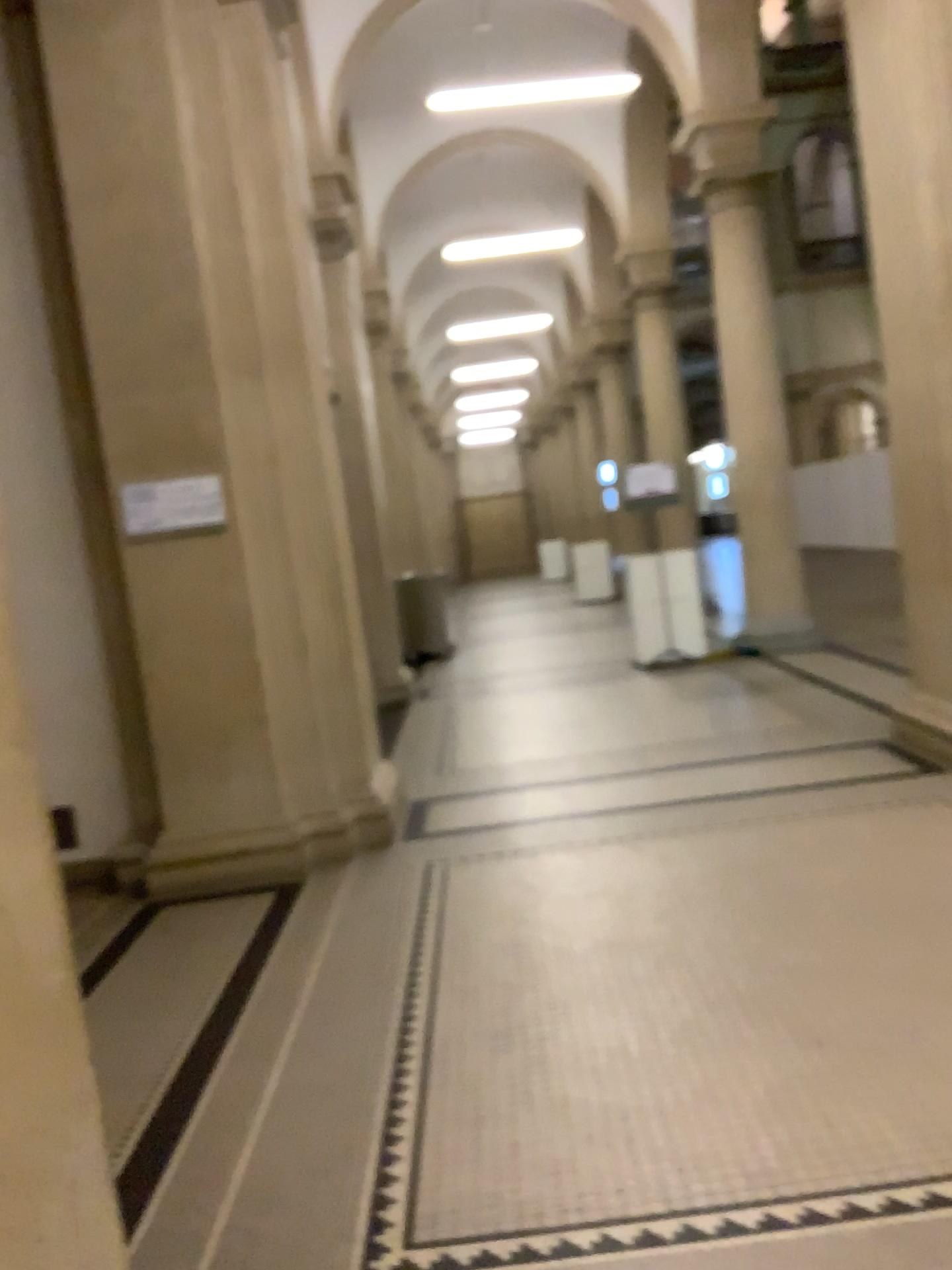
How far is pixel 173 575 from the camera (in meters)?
4.77

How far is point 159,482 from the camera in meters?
4.7 m

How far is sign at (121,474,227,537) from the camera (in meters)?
4.73
